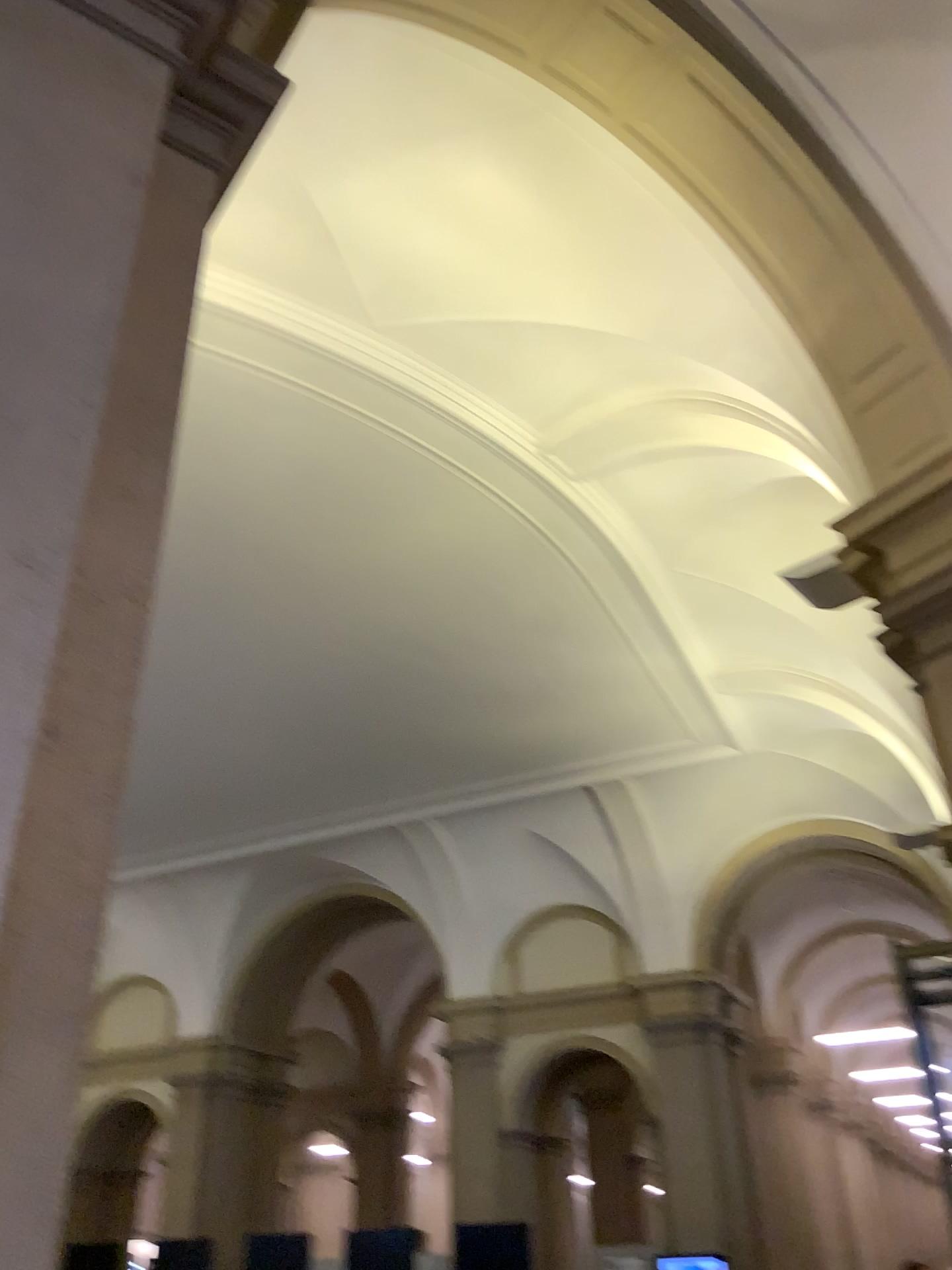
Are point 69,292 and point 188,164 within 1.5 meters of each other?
yes
